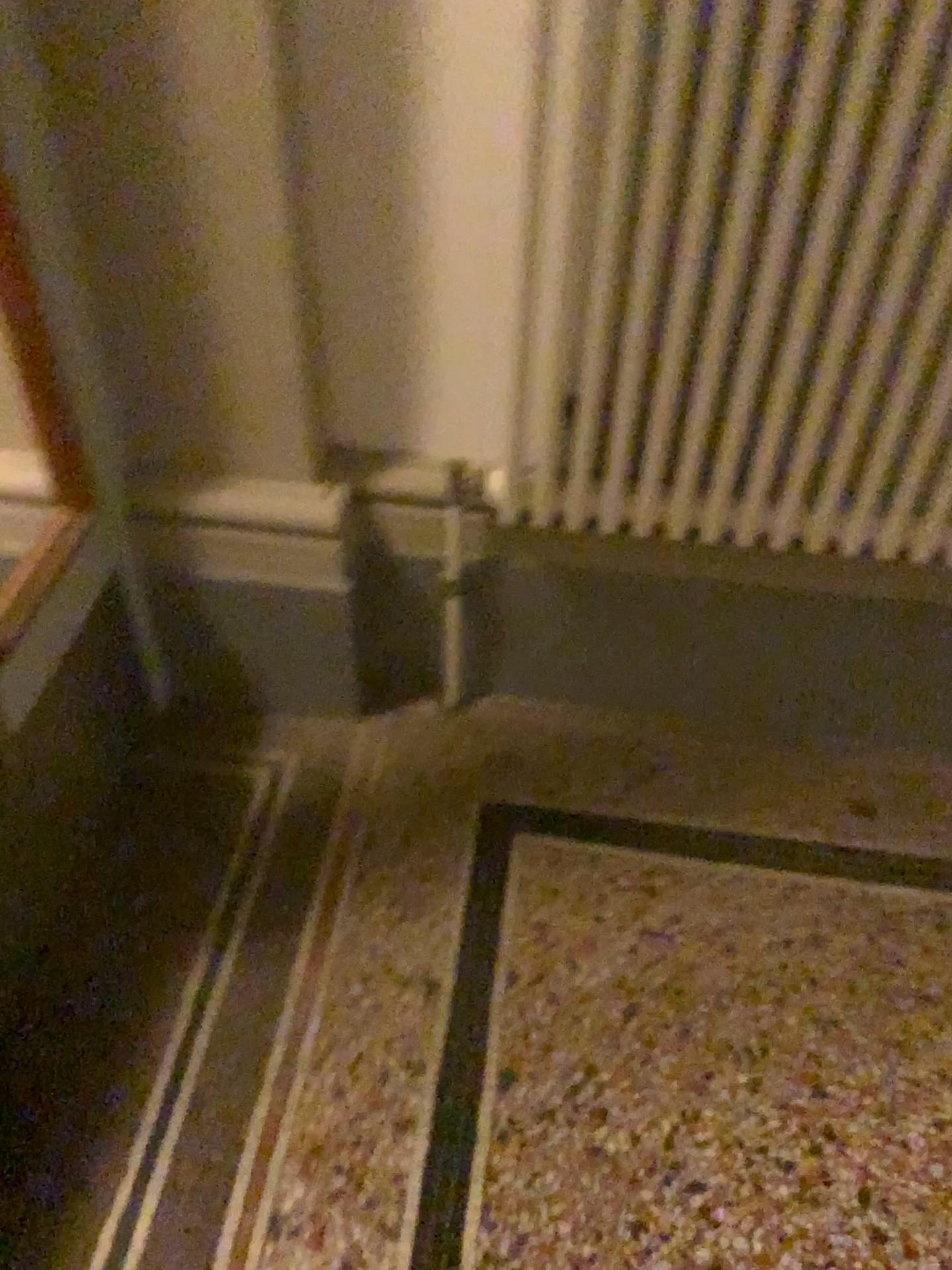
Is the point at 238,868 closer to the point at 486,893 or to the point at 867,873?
the point at 486,893

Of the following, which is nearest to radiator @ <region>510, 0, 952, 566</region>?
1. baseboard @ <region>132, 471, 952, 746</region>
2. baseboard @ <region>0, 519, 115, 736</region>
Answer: baseboard @ <region>132, 471, 952, 746</region>

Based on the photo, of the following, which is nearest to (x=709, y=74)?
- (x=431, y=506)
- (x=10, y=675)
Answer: (x=431, y=506)

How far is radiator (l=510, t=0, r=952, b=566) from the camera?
1.07m

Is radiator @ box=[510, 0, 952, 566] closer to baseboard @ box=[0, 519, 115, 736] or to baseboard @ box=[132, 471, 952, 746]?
baseboard @ box=[132, 471, 952, 746]

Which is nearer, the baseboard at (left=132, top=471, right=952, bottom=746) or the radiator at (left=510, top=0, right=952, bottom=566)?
the radiator at (left=510, top=0, right=952, bottom=566)

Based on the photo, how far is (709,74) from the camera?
1.07m

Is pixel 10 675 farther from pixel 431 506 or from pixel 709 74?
pixel 709 74
